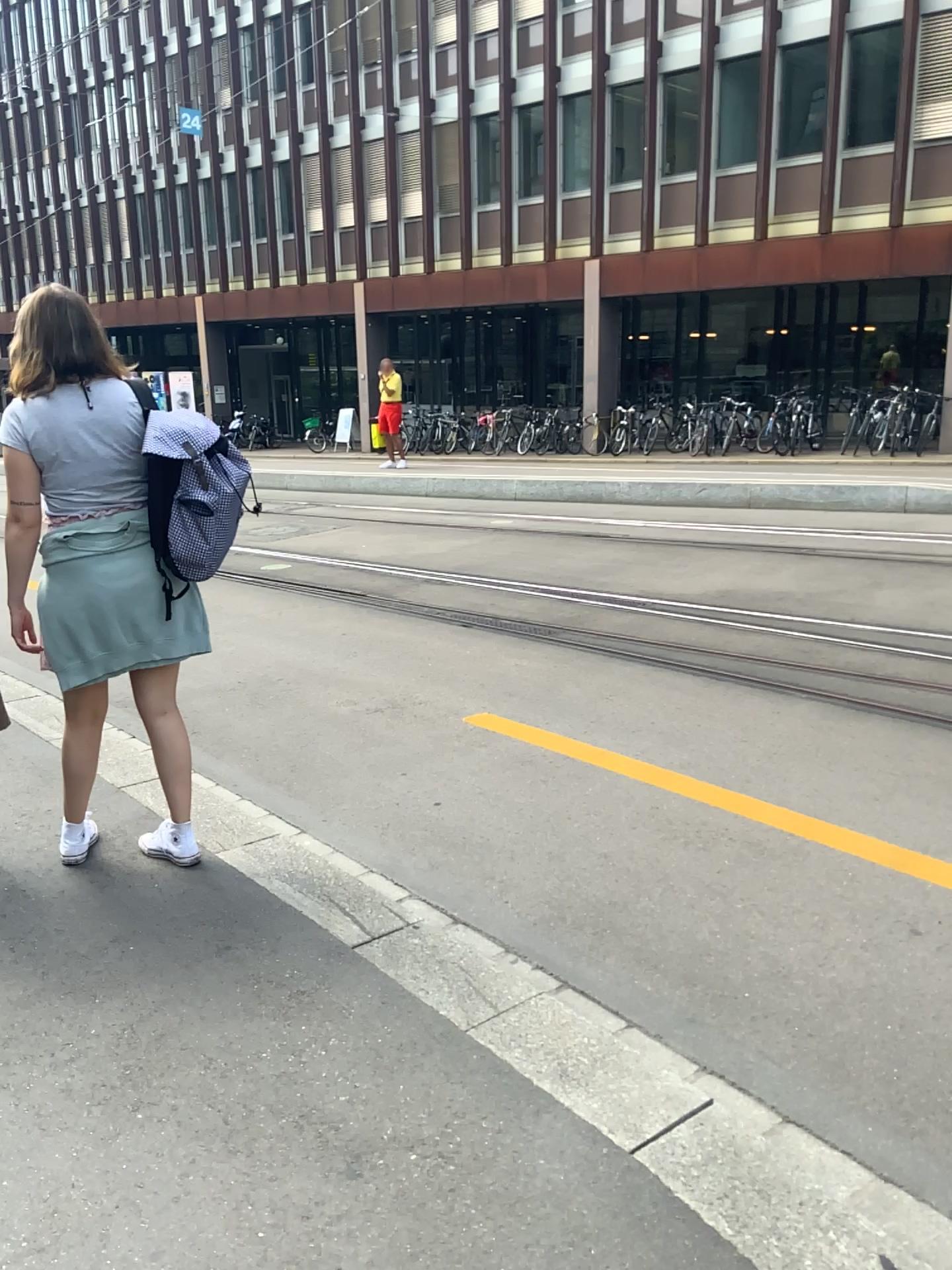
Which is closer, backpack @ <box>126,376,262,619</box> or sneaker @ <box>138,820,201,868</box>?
backpack @ <box>126,376,262,619</box>

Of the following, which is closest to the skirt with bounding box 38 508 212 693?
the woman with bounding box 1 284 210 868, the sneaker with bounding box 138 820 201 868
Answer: the woman with bounding box 1 284 210 868

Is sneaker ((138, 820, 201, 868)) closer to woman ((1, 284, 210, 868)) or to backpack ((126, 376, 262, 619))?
woman ((1, 284, 210, 868))

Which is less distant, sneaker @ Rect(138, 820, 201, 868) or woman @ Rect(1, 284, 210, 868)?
woman @ Rect(1, 284, 210, 868)

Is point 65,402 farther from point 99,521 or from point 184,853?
point 184,853

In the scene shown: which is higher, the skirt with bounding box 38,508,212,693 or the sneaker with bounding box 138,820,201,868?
the skirt with bounding box 38,508,212,693

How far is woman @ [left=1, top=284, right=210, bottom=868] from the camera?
2.9 meters

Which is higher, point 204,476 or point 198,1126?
point 204,476

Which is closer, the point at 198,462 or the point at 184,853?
the point at 198,462

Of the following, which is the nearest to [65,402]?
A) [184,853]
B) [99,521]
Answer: [99,521]
